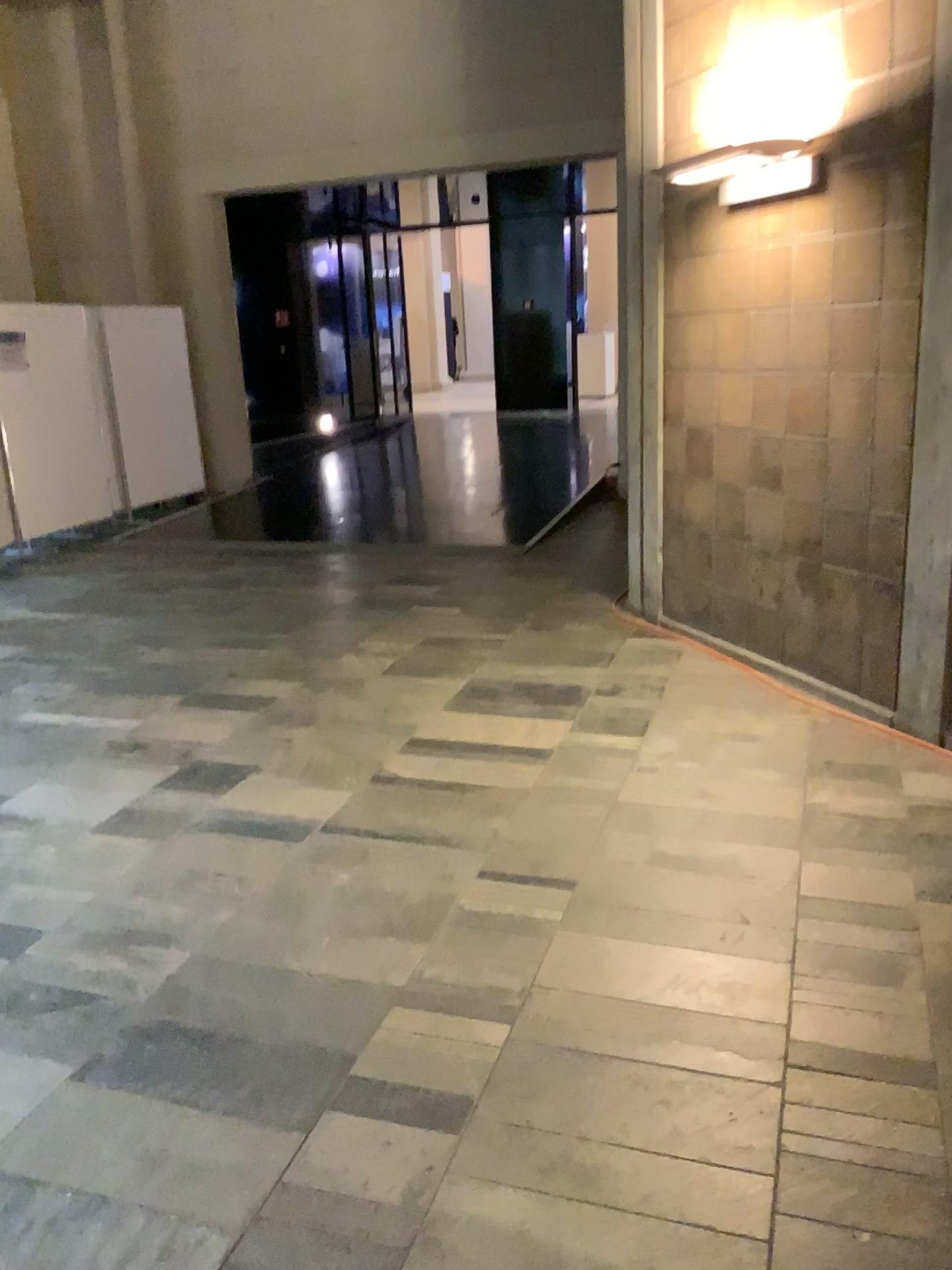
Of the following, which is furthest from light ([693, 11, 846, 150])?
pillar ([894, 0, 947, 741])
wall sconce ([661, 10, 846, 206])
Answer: pillar ([894, 0, 947, 741])

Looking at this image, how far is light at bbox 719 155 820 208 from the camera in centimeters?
395cm

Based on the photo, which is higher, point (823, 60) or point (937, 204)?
point (823, 60)

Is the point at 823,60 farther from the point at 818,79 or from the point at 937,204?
the point at 937,204

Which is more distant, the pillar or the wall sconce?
the wall sconce

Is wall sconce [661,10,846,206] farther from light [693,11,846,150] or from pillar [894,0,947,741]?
pillar [894,0,947,741]

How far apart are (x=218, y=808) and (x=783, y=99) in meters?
3.4

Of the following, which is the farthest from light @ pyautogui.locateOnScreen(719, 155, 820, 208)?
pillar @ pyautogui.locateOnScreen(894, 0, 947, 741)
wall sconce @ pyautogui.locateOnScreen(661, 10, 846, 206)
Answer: pillar @ pyautogui.locateOnScreen(894, 0, 947, 741)

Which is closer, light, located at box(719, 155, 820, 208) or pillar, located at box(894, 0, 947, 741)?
pillar, located at box(894, 0, 947, 741)

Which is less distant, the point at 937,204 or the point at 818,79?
the point at 937,204
